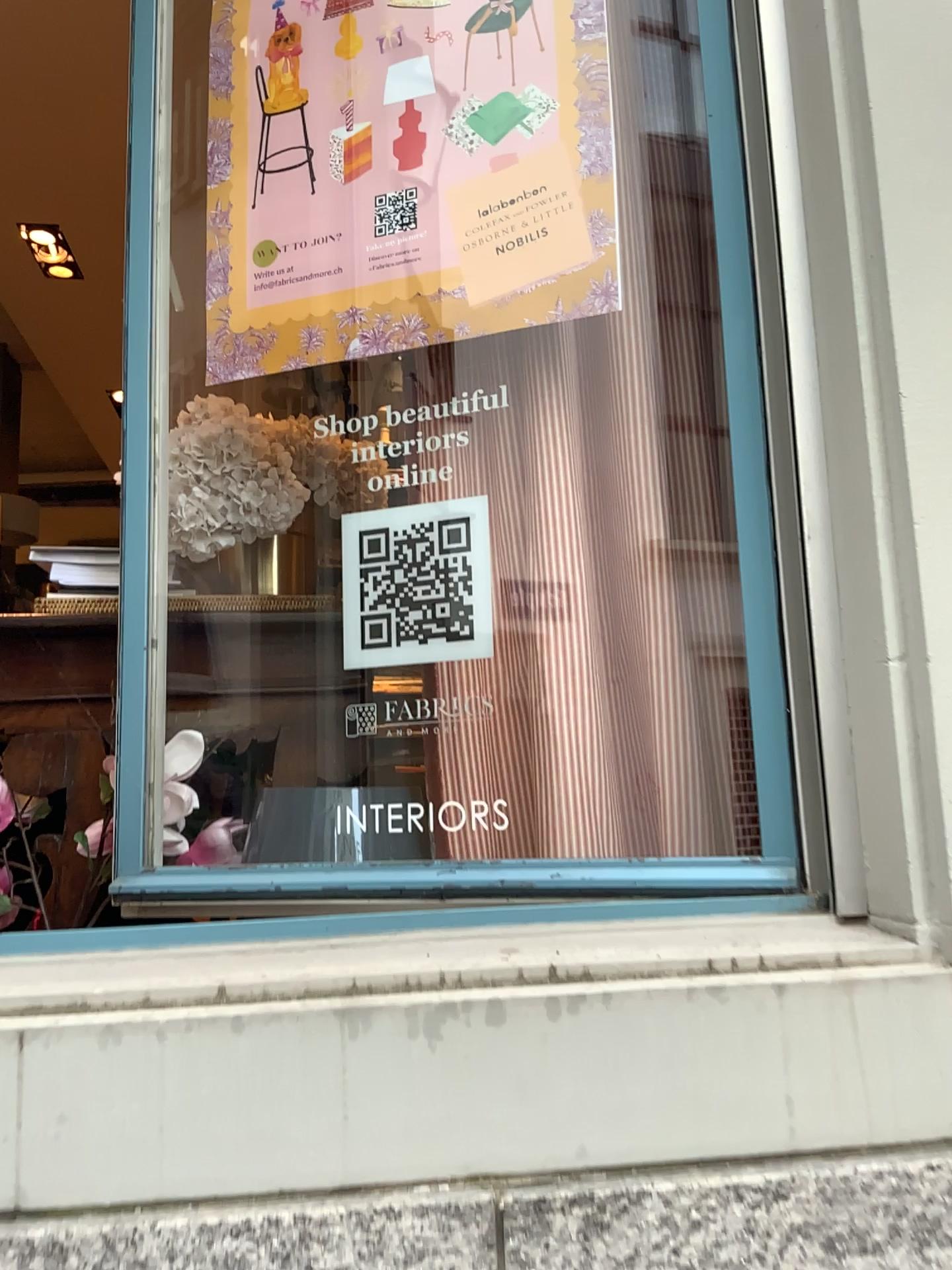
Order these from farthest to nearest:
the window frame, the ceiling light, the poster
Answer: the ceiling light, the poster, the window frame

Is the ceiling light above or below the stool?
above

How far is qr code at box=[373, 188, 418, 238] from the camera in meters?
1.4

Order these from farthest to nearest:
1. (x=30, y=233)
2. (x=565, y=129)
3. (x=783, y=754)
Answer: (x=30, y=233), (x=565, y=129), (x=783, y=754)

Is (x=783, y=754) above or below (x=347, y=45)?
below

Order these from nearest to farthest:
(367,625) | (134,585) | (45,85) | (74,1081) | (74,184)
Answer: (74,1081) < (367,625) < (134,585) < (45,85) < (74,184)

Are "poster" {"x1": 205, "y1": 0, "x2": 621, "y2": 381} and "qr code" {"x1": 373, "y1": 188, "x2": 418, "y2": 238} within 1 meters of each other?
yes

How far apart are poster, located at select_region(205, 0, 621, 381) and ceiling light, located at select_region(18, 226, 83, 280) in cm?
290

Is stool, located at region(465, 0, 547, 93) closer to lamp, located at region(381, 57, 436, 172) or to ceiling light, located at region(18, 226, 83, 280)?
lamp, located at region(381, 57, 436, 172)

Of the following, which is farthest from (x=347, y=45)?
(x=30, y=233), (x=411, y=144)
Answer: (x=30, y=233)
